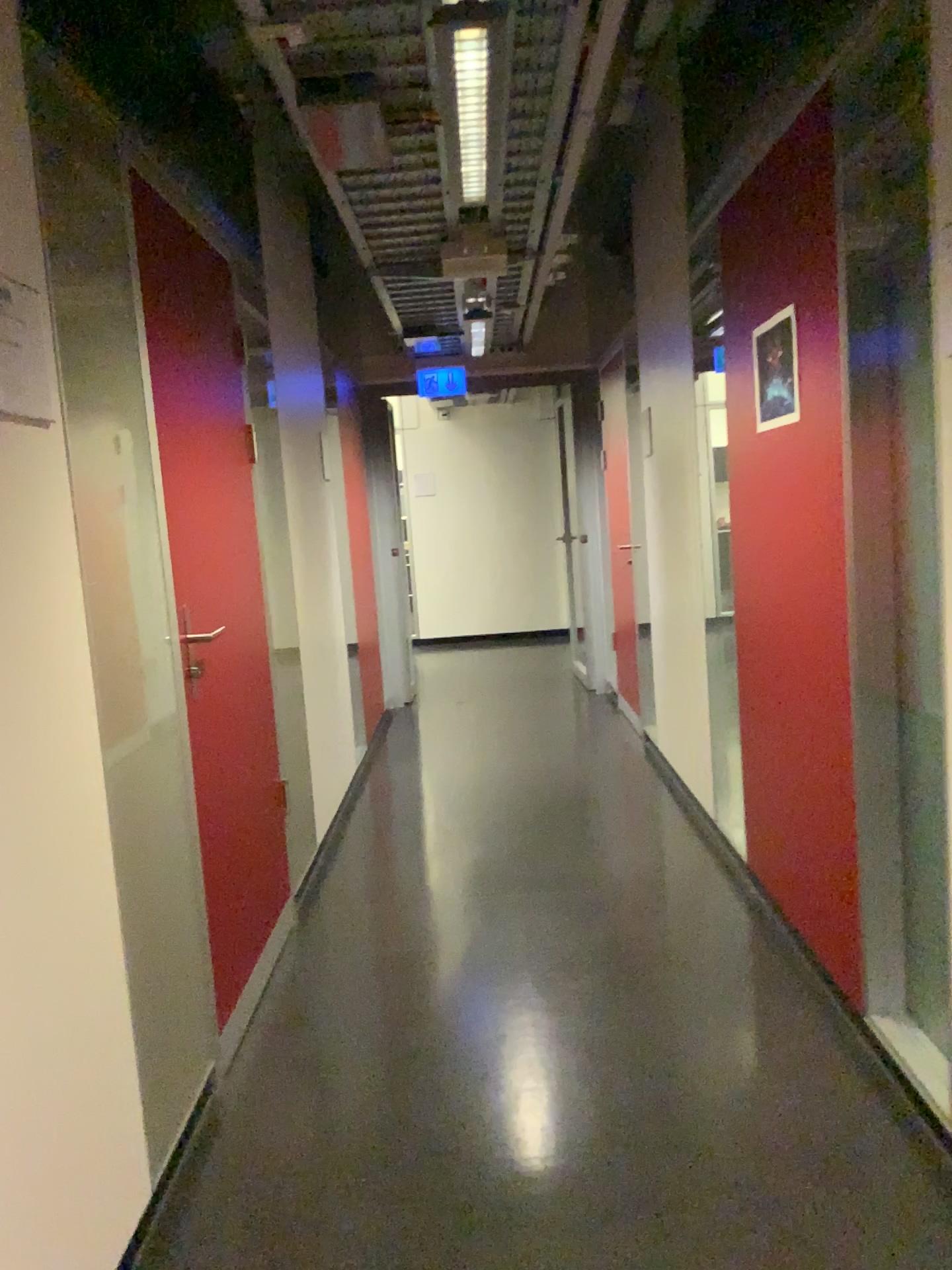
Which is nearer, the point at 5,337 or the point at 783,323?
the point at 5,337

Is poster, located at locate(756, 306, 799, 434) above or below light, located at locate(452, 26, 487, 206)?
below

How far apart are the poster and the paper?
1.7 meters

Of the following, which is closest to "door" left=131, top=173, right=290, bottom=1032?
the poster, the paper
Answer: the paper

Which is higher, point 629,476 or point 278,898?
point 629,476

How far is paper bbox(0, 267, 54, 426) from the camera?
1.6 meters

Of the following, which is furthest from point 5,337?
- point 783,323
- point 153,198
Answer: point 783,323

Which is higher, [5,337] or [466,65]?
[466,65]

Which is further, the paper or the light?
the light

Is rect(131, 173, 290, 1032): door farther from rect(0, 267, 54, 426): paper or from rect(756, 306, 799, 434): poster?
rect(756, 306, 799, 434): poster
